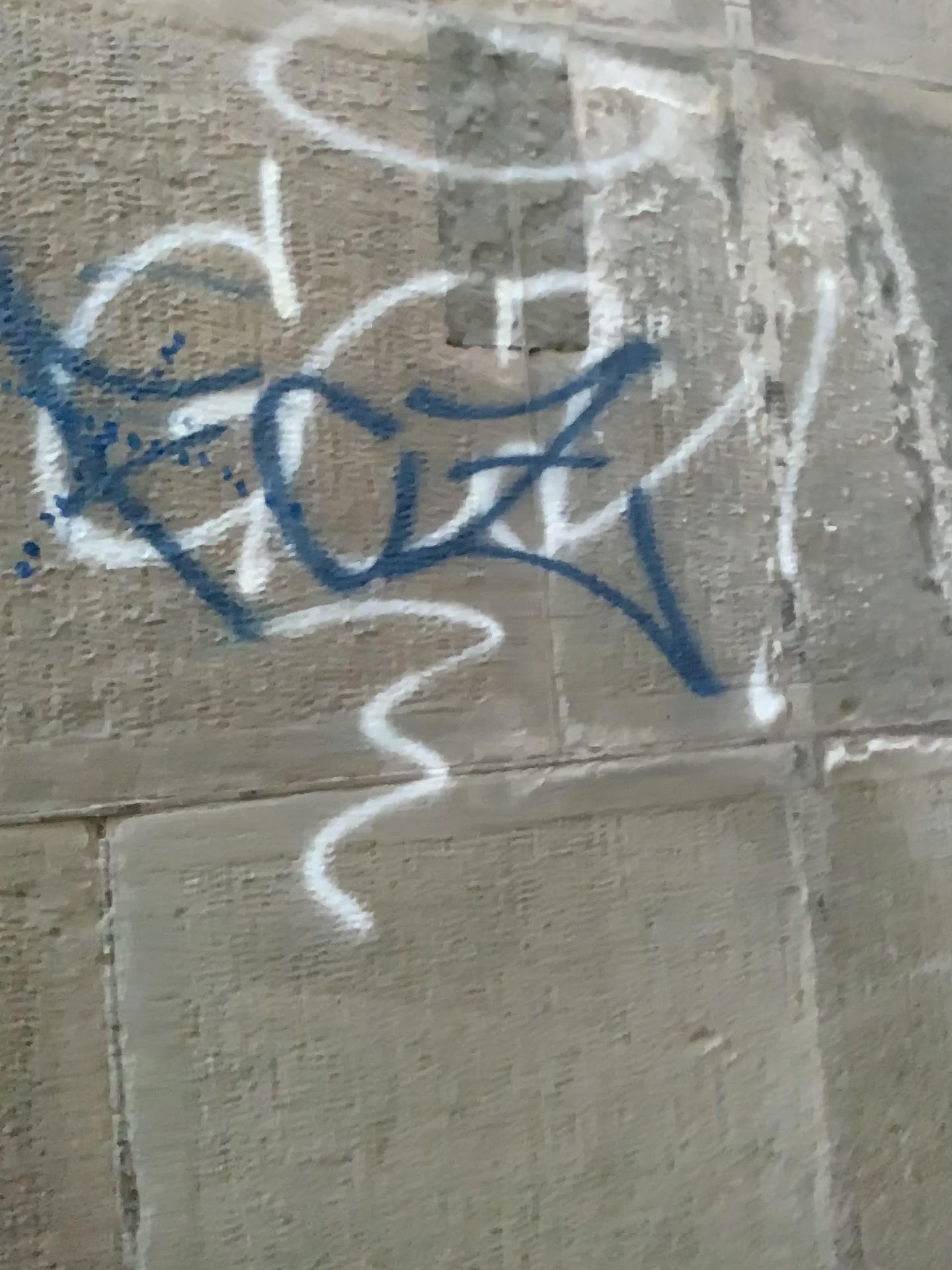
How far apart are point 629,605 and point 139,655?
0.6m
